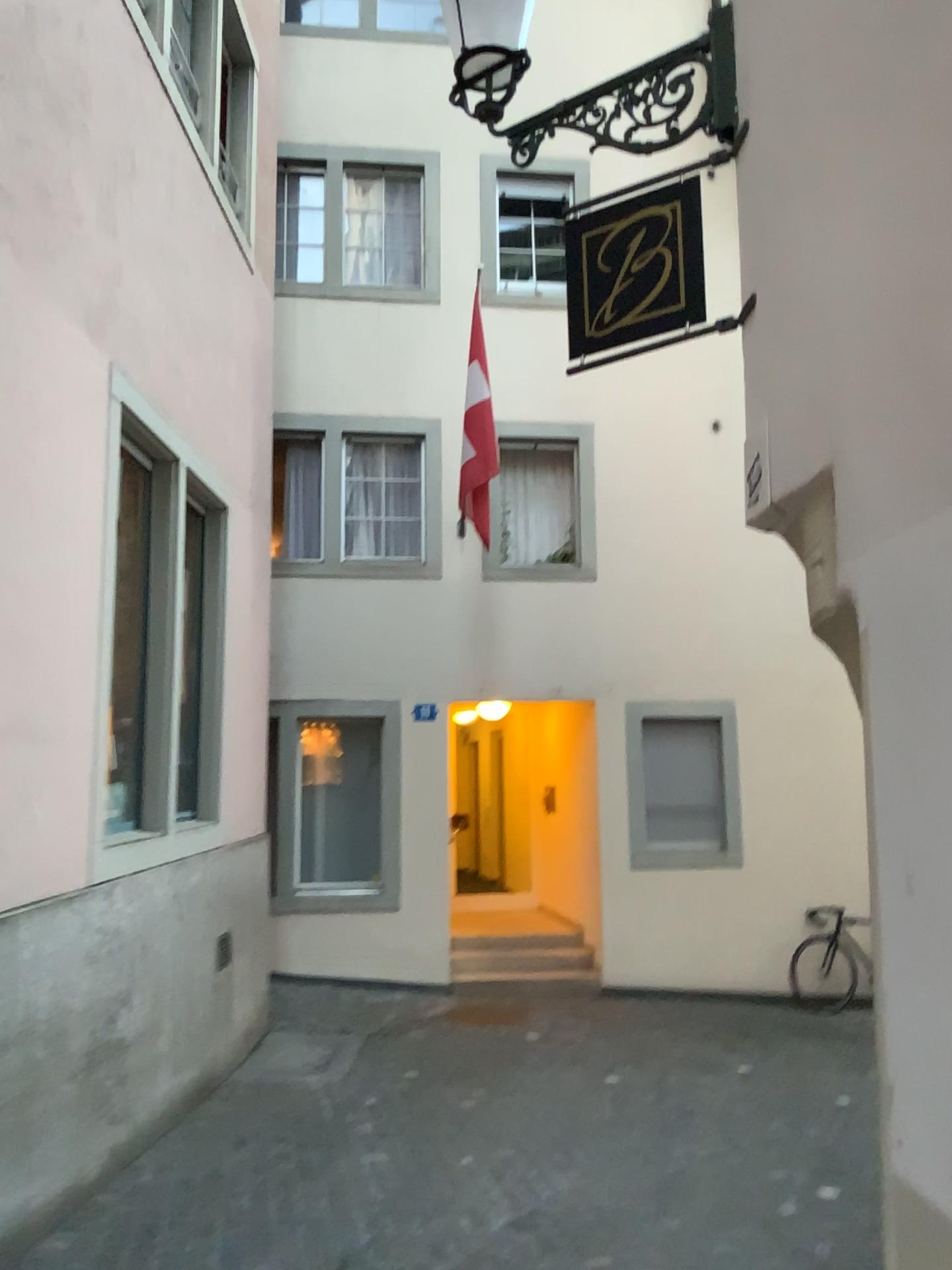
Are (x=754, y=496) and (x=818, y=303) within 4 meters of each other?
yes

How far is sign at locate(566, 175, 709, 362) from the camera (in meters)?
3.35

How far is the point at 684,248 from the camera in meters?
3.3
